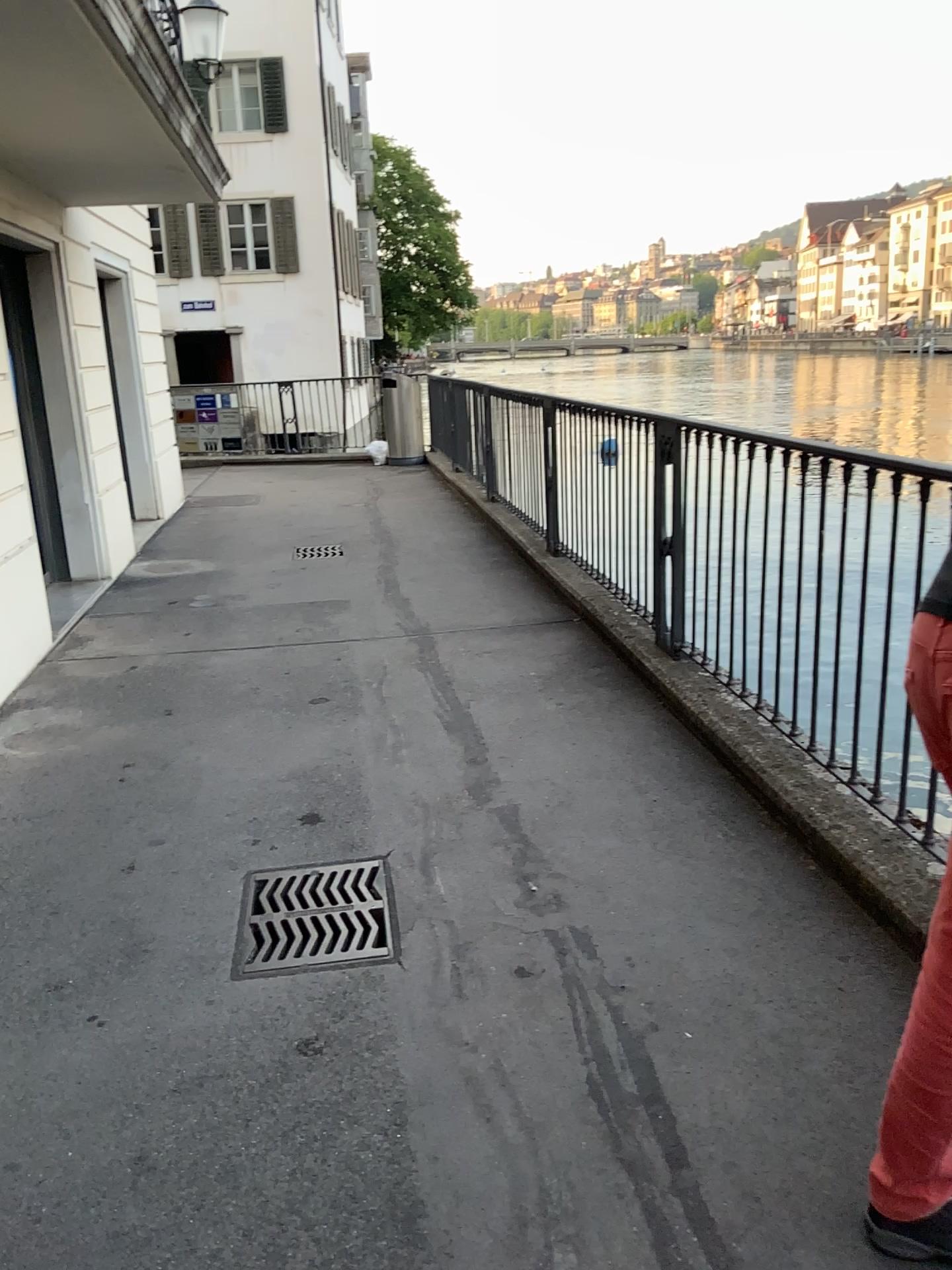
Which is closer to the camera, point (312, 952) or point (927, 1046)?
point (927, 1046)

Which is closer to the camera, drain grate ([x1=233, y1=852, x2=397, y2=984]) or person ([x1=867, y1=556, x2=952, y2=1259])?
person ([x1=867, y1=556, x2=952, y2=1259])

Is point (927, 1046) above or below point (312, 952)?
above

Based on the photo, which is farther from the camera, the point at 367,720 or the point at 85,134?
the point at 85,134
